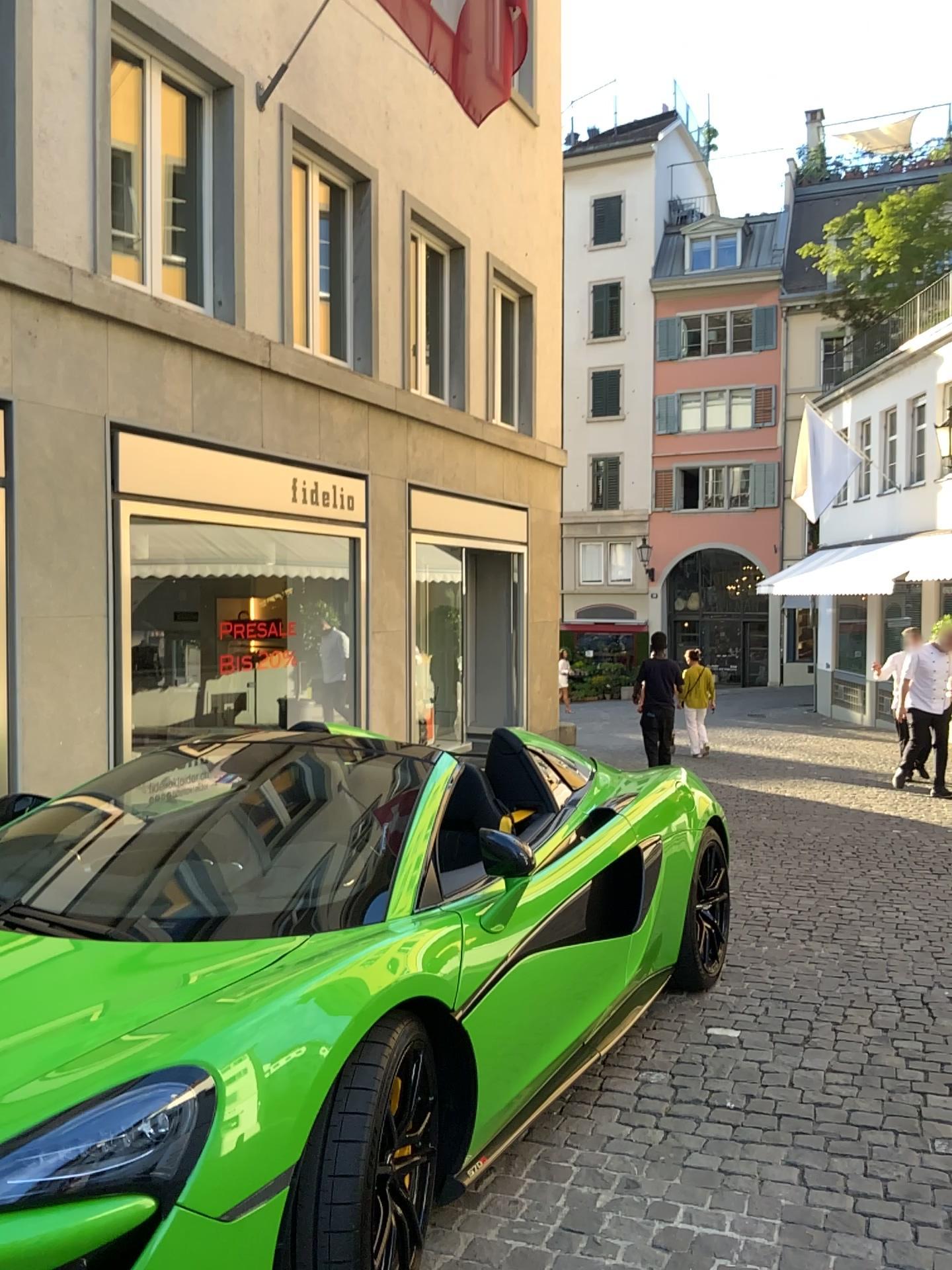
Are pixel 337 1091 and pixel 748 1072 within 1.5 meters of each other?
no
